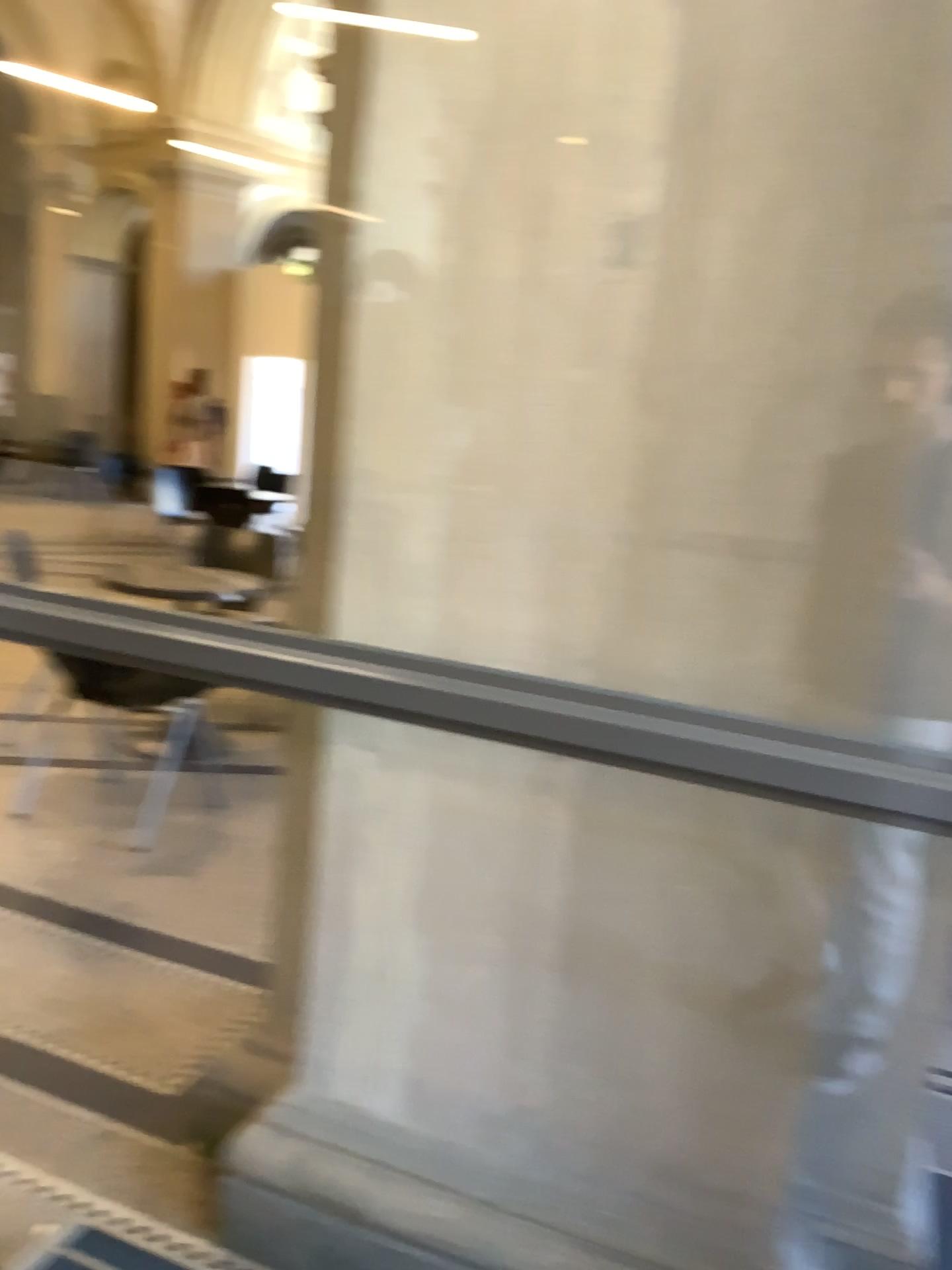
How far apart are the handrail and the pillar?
0.33m

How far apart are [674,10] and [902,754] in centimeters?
101cm

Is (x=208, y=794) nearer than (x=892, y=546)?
No

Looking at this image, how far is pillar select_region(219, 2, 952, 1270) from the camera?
1.4 meters

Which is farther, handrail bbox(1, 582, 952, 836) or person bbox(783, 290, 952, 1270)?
person bbox(783, 290, 952, 1270)

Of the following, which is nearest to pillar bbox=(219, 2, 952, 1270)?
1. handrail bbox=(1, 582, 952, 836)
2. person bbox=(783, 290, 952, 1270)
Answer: person bbox=(783, 290, 952, 1270)

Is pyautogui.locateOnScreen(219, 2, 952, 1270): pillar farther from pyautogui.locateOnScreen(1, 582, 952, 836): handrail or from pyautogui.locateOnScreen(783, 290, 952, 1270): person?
pyautogui.locateOnScreen(1, 582, 952, 836): handrail

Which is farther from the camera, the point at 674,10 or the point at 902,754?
the point at 674,10

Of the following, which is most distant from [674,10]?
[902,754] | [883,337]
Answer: [902,754]

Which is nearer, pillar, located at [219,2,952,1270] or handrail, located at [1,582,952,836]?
handrail, located at [1,582,952,836]
